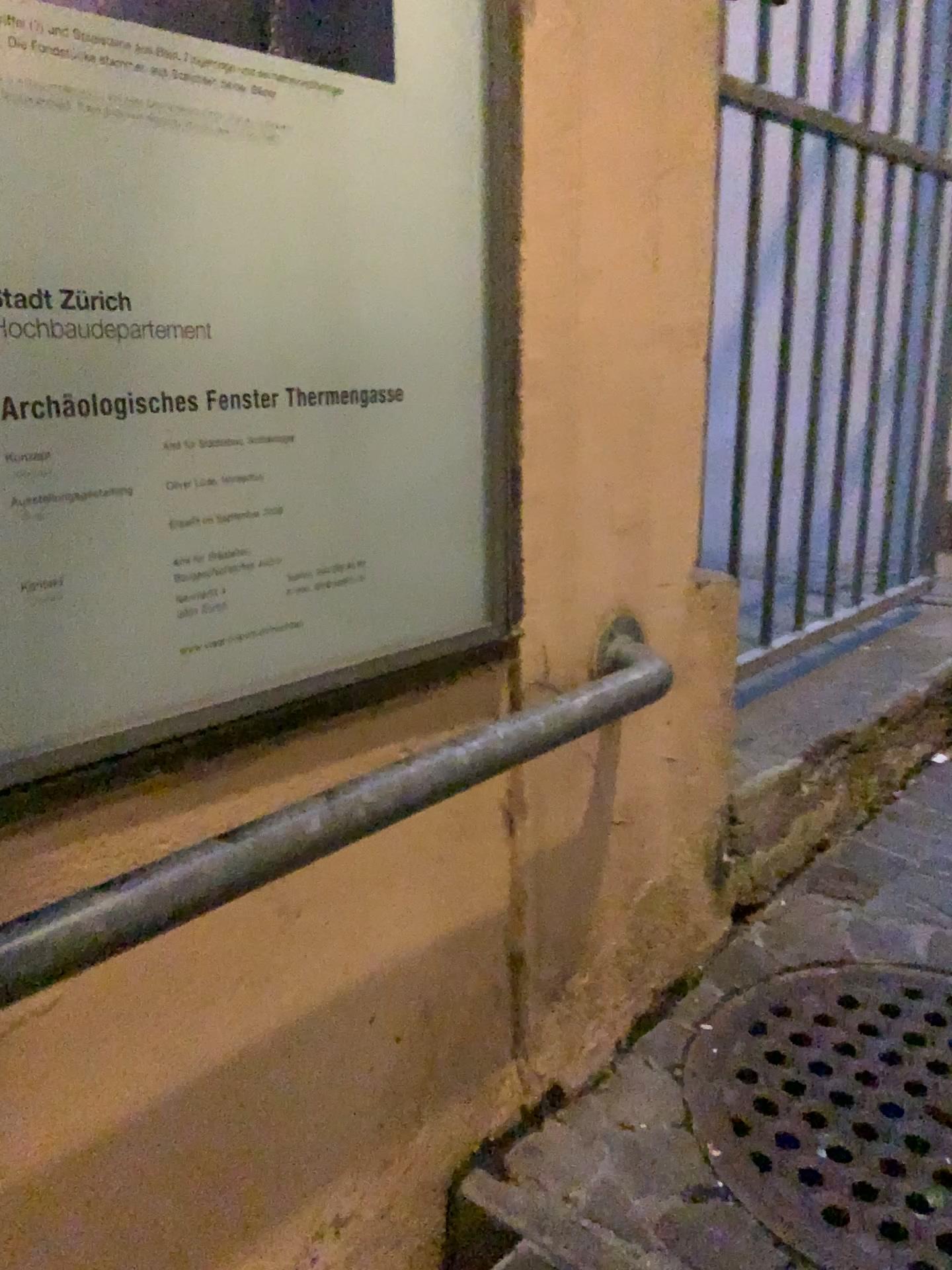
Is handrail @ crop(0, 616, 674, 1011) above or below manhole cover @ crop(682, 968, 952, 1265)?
above

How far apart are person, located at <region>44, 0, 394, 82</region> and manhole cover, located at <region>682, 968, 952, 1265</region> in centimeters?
106cm

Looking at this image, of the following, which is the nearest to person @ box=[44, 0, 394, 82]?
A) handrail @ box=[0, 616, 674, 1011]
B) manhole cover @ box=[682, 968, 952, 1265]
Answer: handrail @ box=[0, 616, 674, 1011]

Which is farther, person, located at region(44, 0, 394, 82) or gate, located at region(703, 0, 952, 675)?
gate, located at region(703, 0, 952, 675)

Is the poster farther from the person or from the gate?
the gate

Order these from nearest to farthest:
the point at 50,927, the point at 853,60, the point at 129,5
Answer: the point at 50,927, the point at 129,5, the point at 853,60

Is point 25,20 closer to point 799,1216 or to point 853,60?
point 799,1216

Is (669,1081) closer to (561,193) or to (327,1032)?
(327,1032)

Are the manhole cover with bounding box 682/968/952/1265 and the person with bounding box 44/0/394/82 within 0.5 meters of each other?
no

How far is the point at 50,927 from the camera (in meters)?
0.58
